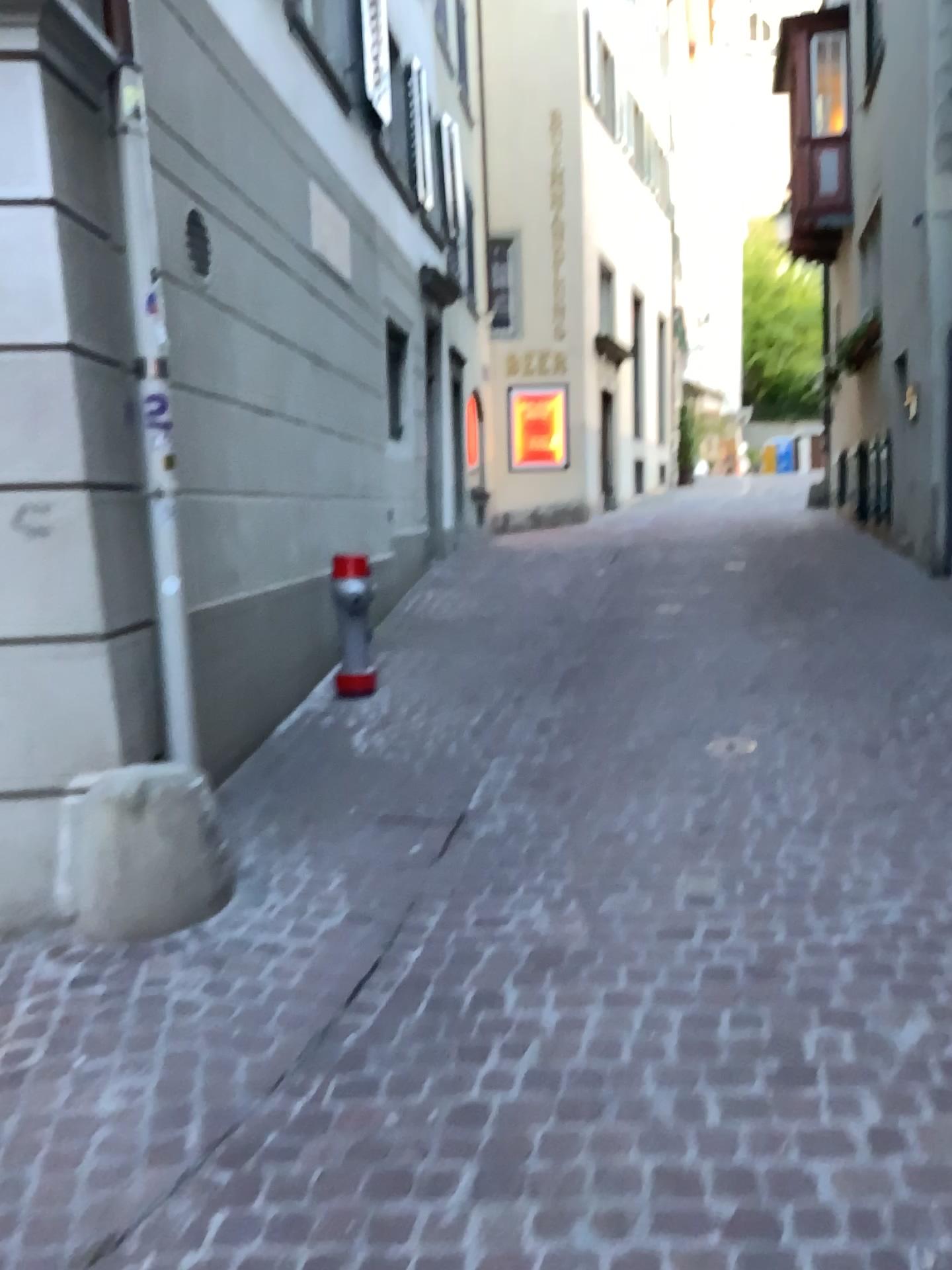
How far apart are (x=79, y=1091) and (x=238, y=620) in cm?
240
